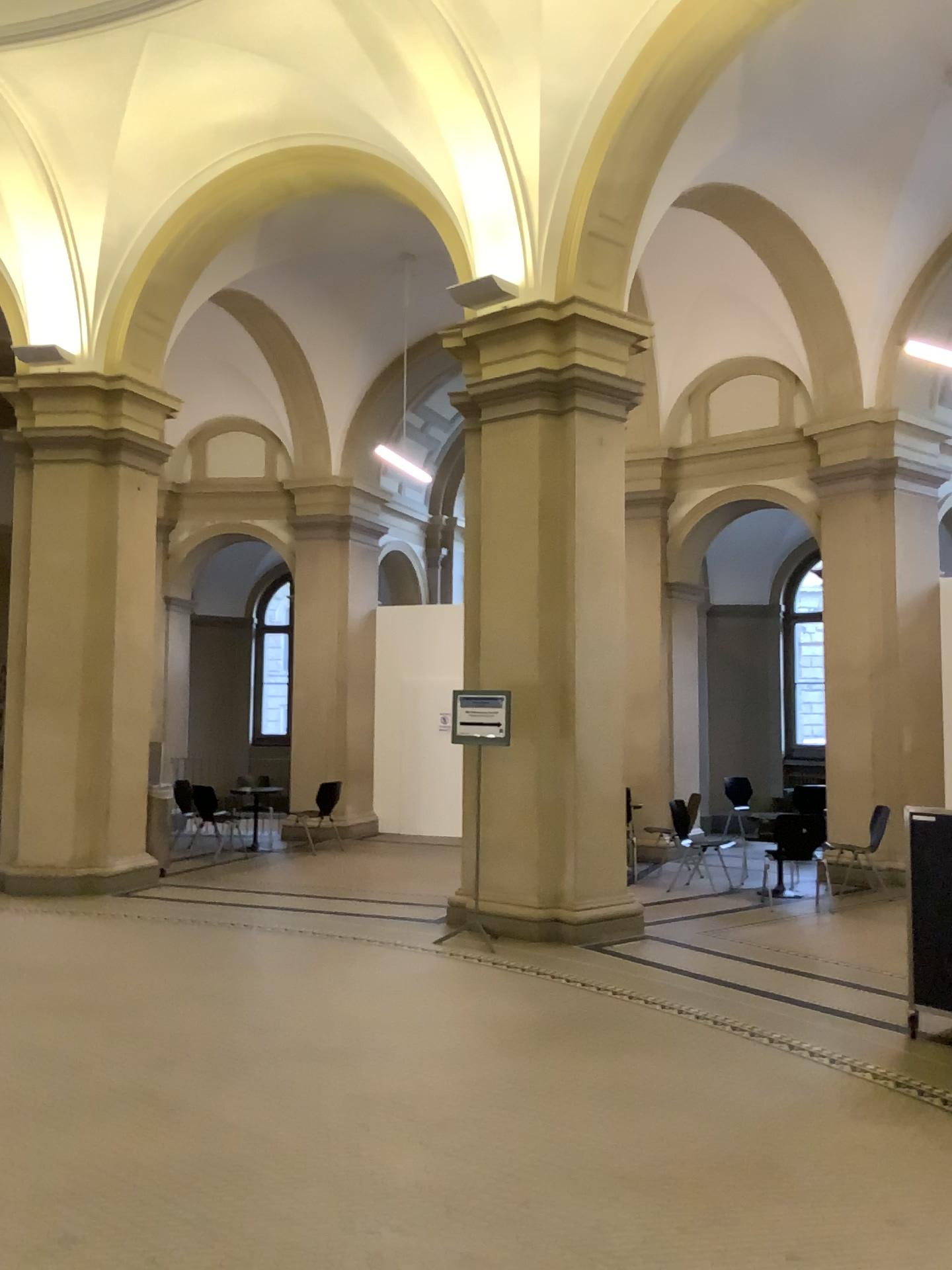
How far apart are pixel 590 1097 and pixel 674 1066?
0.5m
